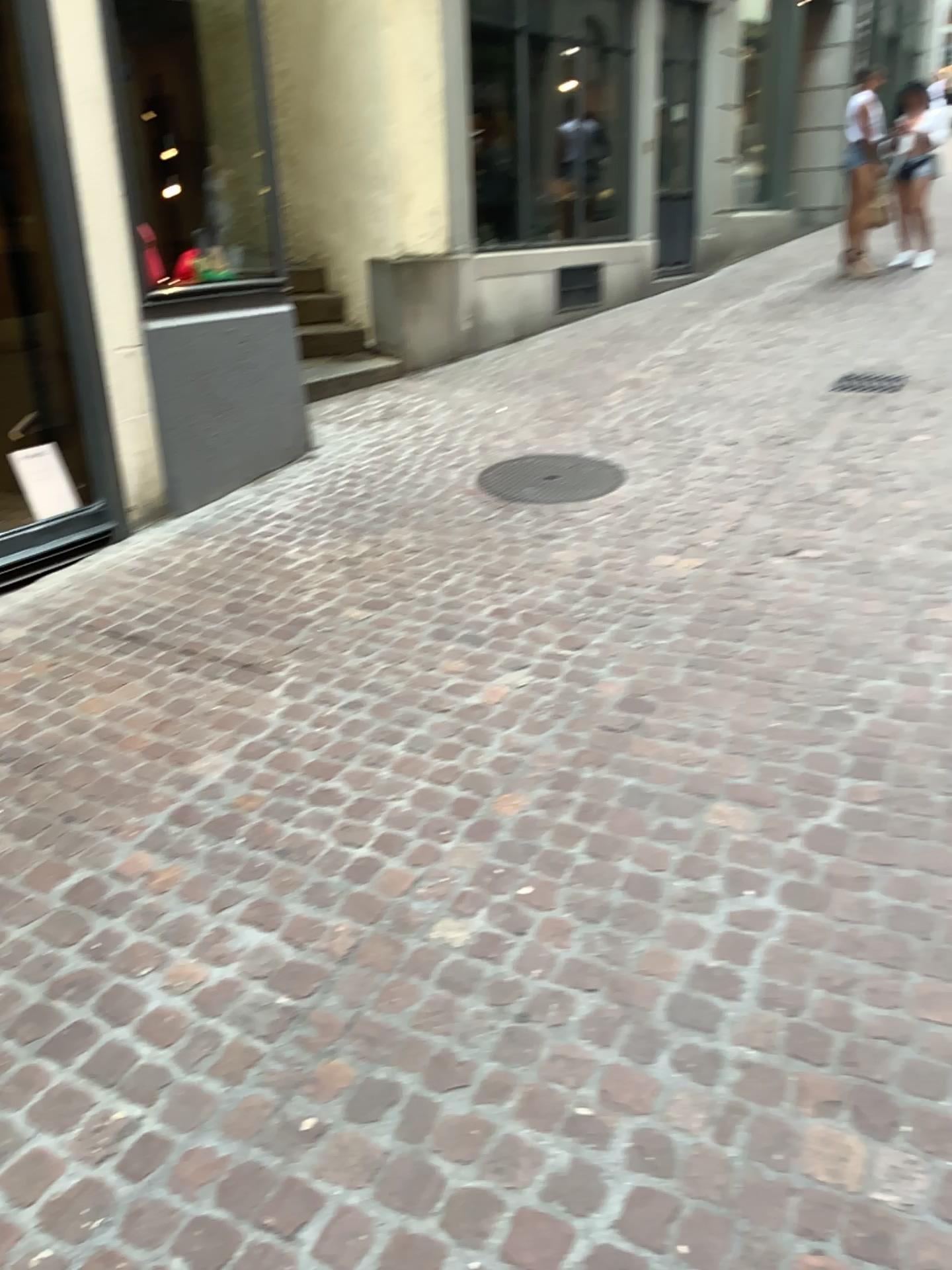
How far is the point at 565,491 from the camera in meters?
4.8 m

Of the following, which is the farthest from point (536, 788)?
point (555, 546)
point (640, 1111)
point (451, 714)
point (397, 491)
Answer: point (397, 491)

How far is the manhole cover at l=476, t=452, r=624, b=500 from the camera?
4.84m
